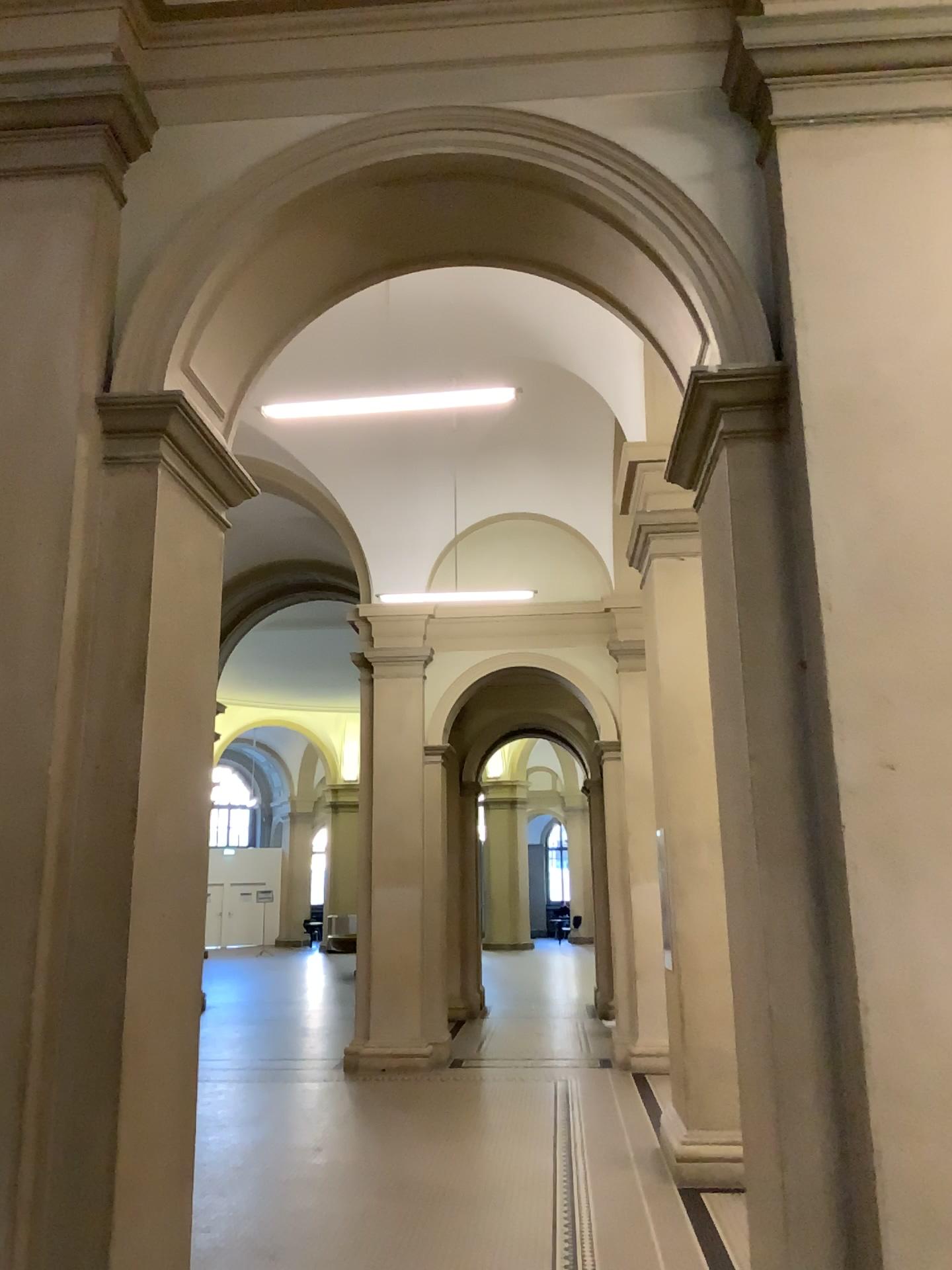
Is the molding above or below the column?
above

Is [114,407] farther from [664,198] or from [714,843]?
[714,843]

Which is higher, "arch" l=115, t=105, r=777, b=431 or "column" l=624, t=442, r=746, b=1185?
"arch" l=115, t=105, r=777, b=431

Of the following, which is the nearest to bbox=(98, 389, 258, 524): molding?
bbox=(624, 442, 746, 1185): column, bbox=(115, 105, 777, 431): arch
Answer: bbox=(115, 105, 777, 431): arch

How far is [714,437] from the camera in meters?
3.2 m

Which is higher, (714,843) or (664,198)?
(664,198)

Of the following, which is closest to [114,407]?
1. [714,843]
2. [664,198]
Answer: [664,198]

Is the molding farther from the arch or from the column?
the column
